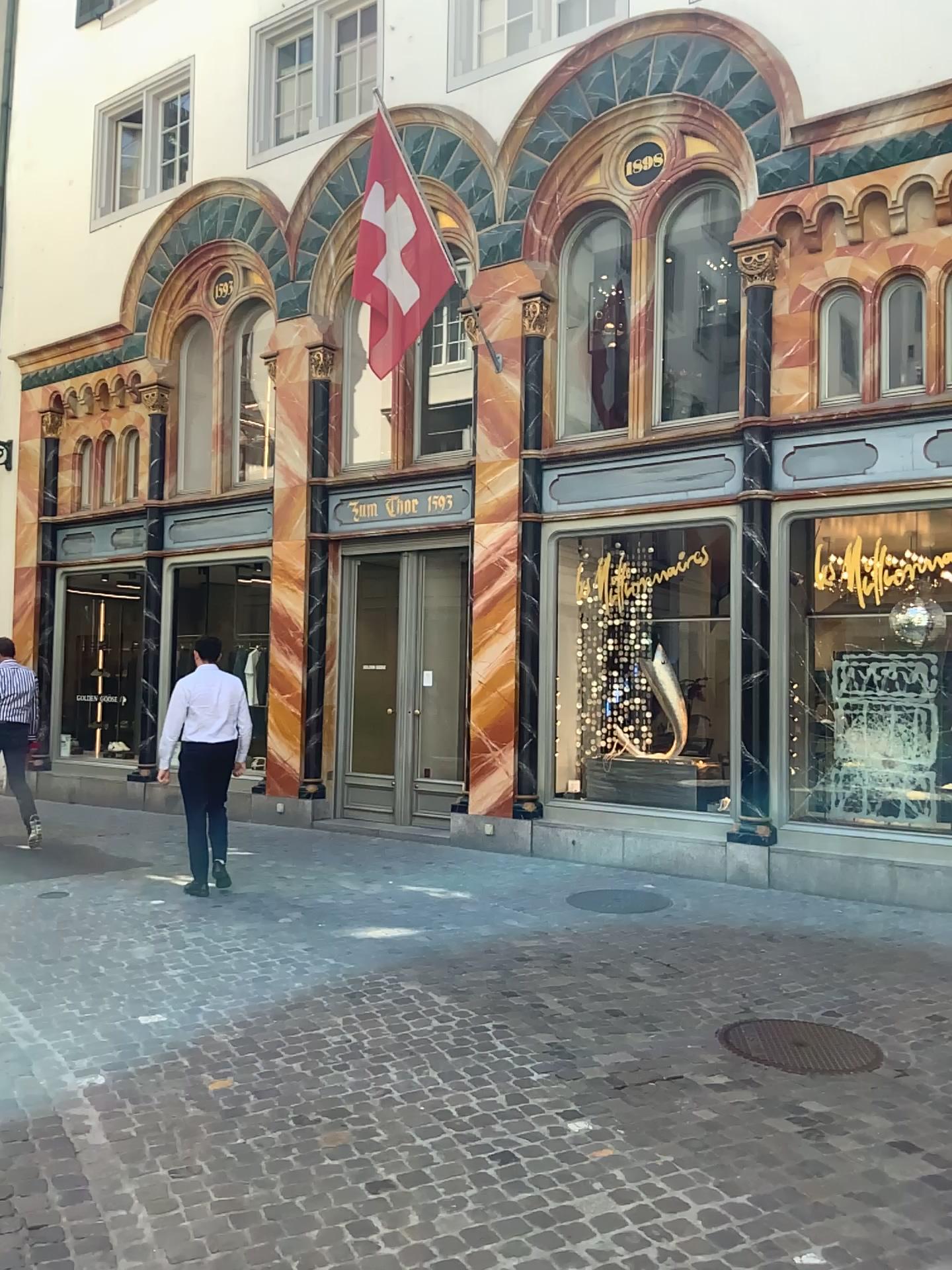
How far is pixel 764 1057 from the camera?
4.5m

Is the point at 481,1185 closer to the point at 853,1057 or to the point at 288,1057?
the point at 288,1057

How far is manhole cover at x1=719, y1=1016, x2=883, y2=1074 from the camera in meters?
4.5 m
